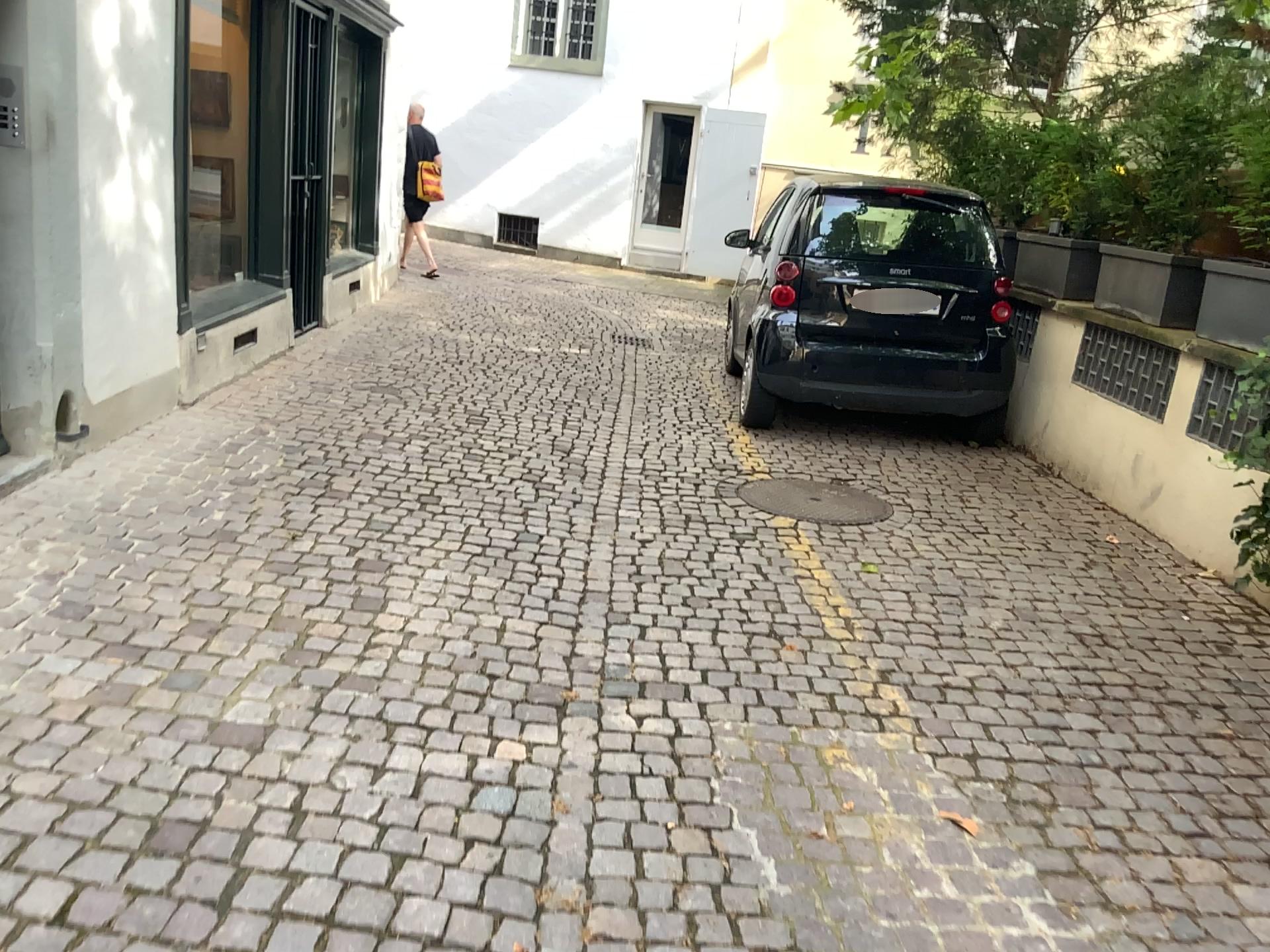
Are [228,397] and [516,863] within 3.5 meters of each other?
no
